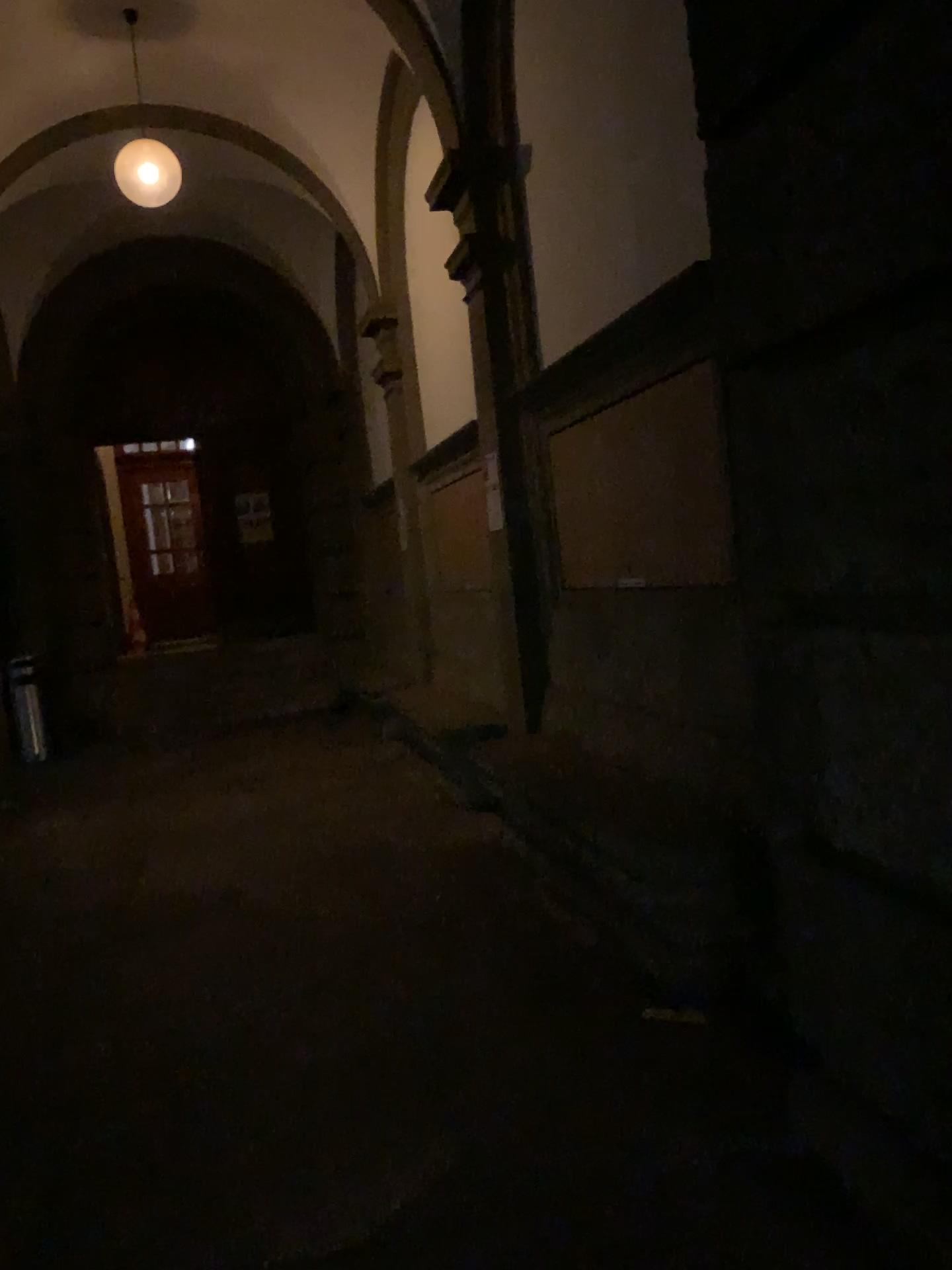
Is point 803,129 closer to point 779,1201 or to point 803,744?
point 803,744
